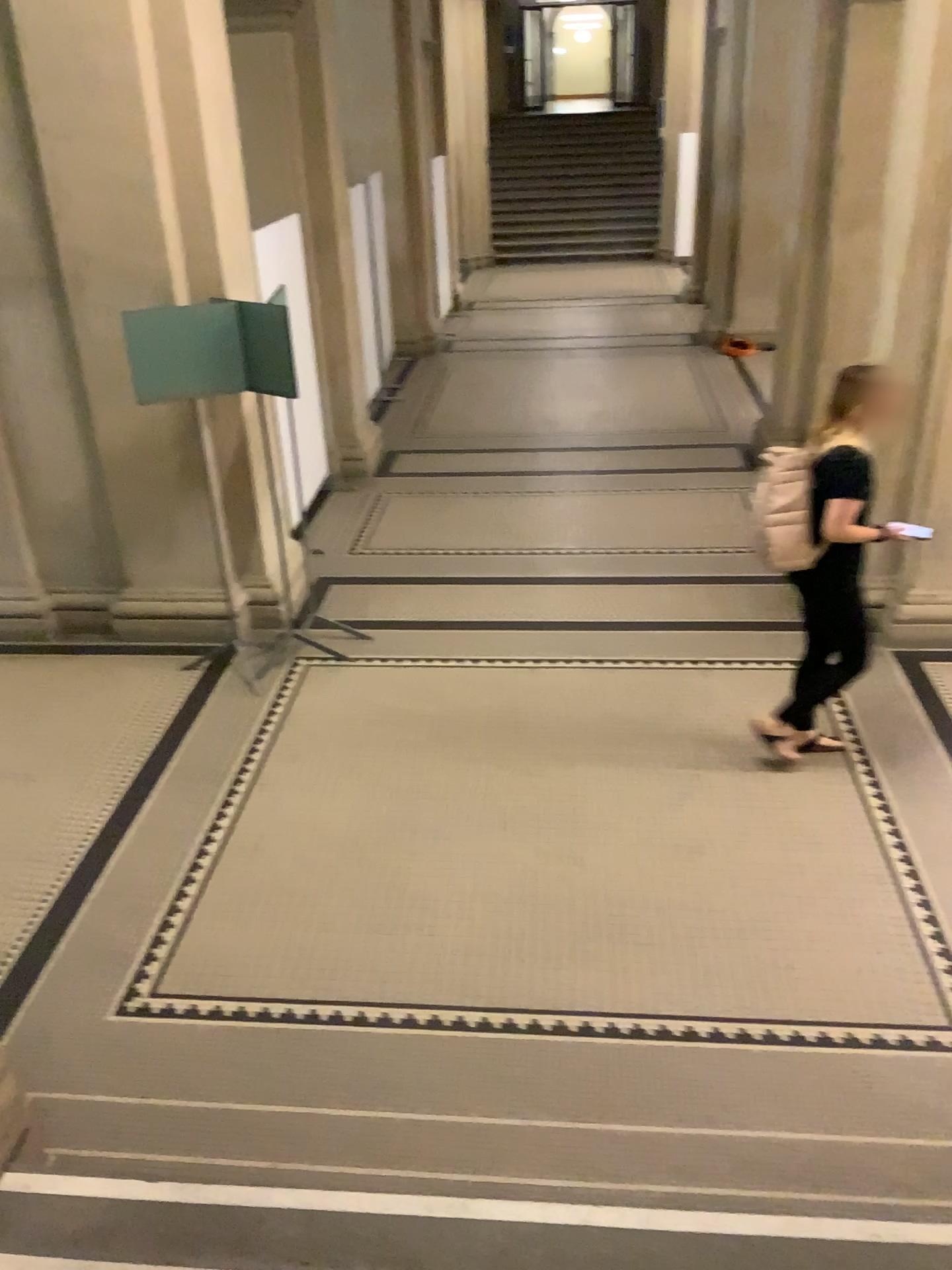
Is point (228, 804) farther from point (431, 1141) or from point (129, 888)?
point (431, 1141)

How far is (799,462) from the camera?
4.0 meters

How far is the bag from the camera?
4.0 meters
